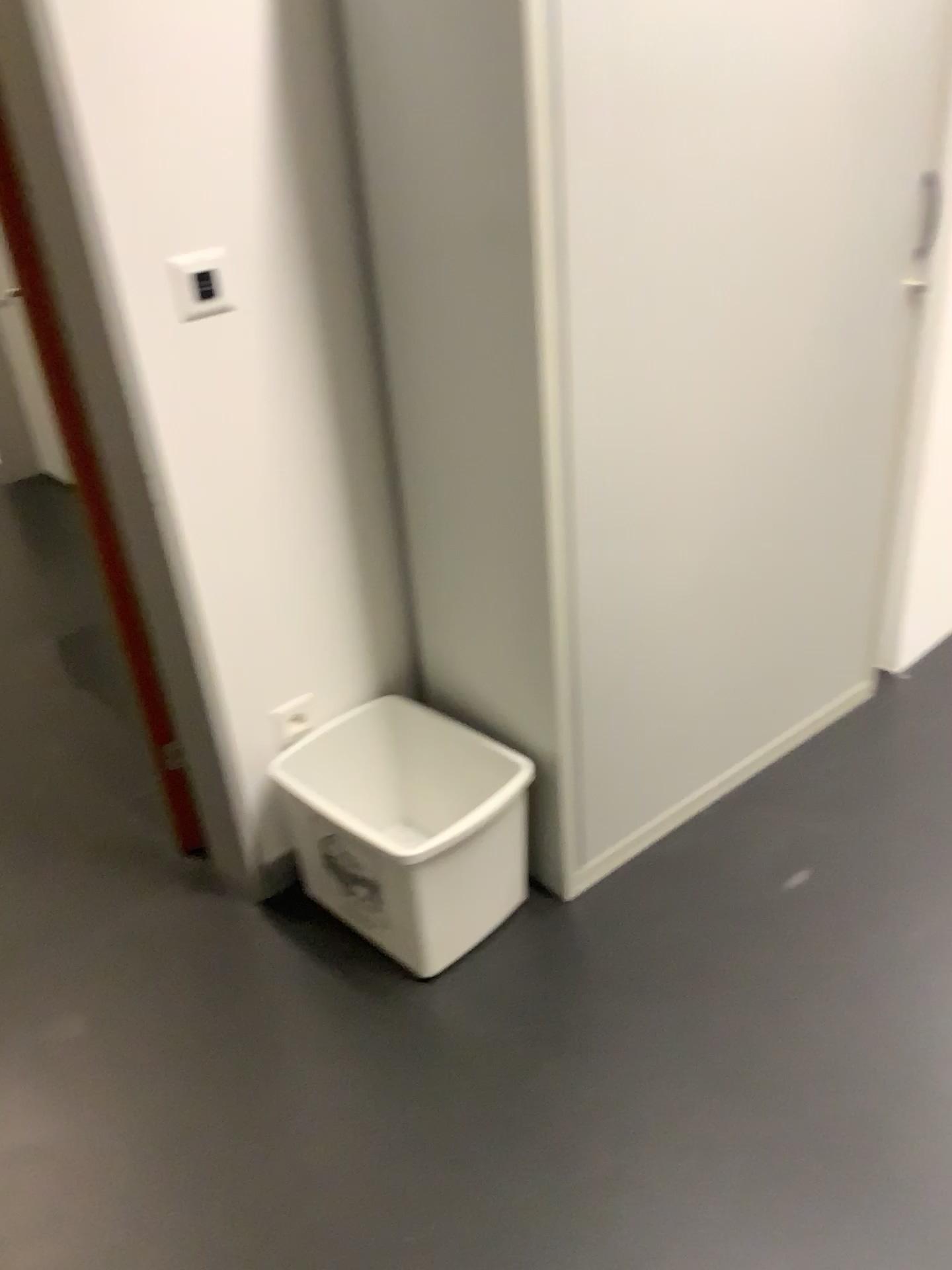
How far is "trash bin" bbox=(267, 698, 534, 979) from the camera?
1.8 meters

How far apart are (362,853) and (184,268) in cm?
99

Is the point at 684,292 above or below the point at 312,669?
above

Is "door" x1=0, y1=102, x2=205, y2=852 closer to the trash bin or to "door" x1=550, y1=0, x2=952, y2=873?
the trash bin

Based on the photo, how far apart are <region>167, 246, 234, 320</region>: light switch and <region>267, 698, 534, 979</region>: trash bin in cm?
83

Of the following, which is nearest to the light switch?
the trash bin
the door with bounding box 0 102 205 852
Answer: the door with bounding box 0 102 205 852

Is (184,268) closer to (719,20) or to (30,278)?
(30,278)

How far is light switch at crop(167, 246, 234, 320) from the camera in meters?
1.6 m

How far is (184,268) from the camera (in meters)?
1.58

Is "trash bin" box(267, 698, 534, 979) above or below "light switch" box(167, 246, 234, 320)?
below
